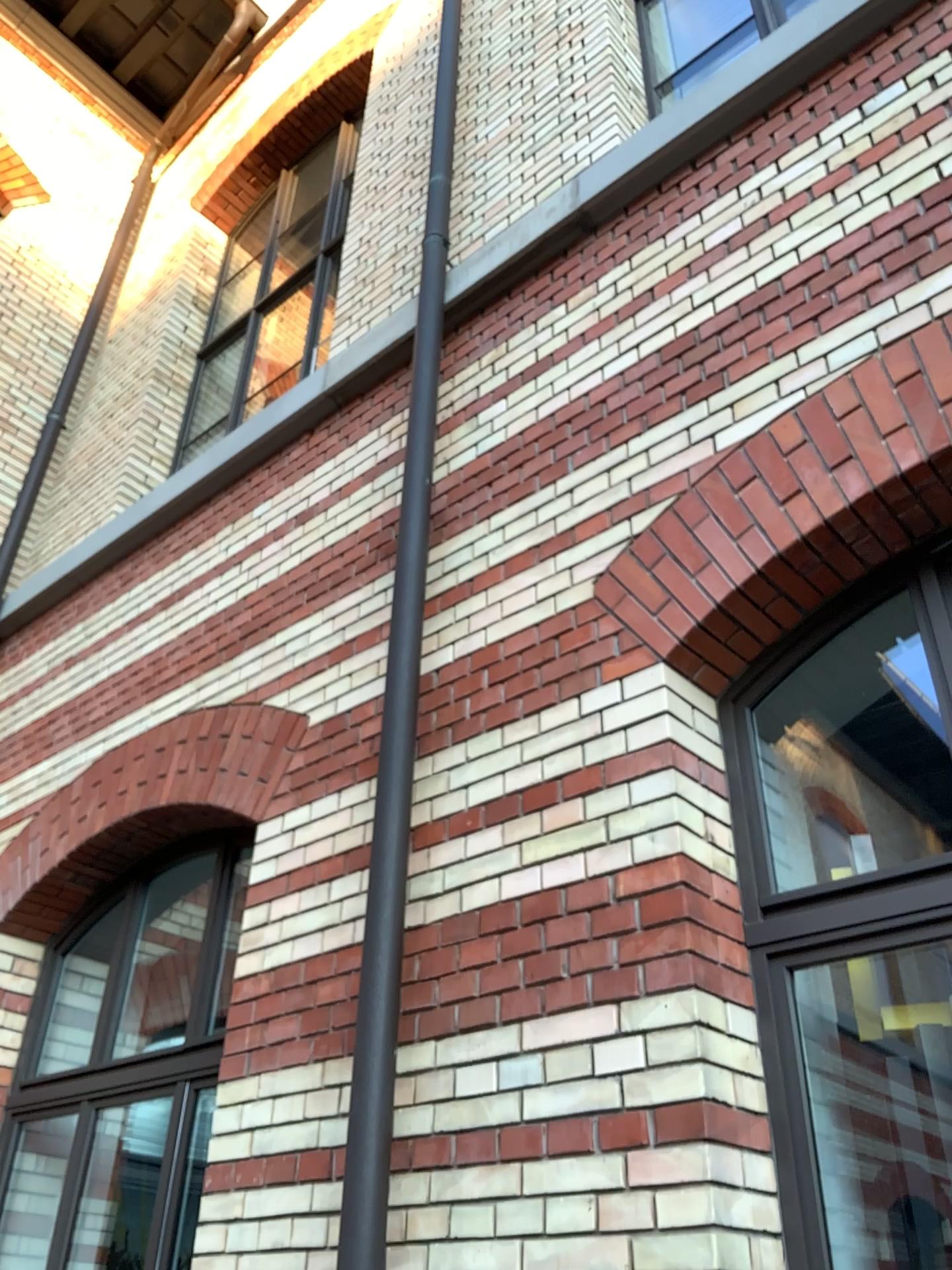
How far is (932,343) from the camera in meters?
2.4 m

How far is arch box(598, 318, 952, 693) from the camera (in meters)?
2.42

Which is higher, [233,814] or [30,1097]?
[233,814]

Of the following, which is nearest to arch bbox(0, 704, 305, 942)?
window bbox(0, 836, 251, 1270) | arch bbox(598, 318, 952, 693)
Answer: window bbox(0, 836, 251, 1270)

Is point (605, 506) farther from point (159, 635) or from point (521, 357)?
point (159, 635)

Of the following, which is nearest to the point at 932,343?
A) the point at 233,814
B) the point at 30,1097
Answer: the point at 233,814

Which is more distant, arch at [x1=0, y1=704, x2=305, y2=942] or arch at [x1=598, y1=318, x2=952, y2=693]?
arch at [x1=0, y1=704, x2=305, y2=942]

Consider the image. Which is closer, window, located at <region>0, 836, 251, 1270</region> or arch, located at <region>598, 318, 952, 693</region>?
arch, located at <region>598, 318, 952, 693</region>

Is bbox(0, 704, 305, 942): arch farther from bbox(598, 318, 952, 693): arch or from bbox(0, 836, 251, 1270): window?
bbox(598, 318, 952, 693): arch
